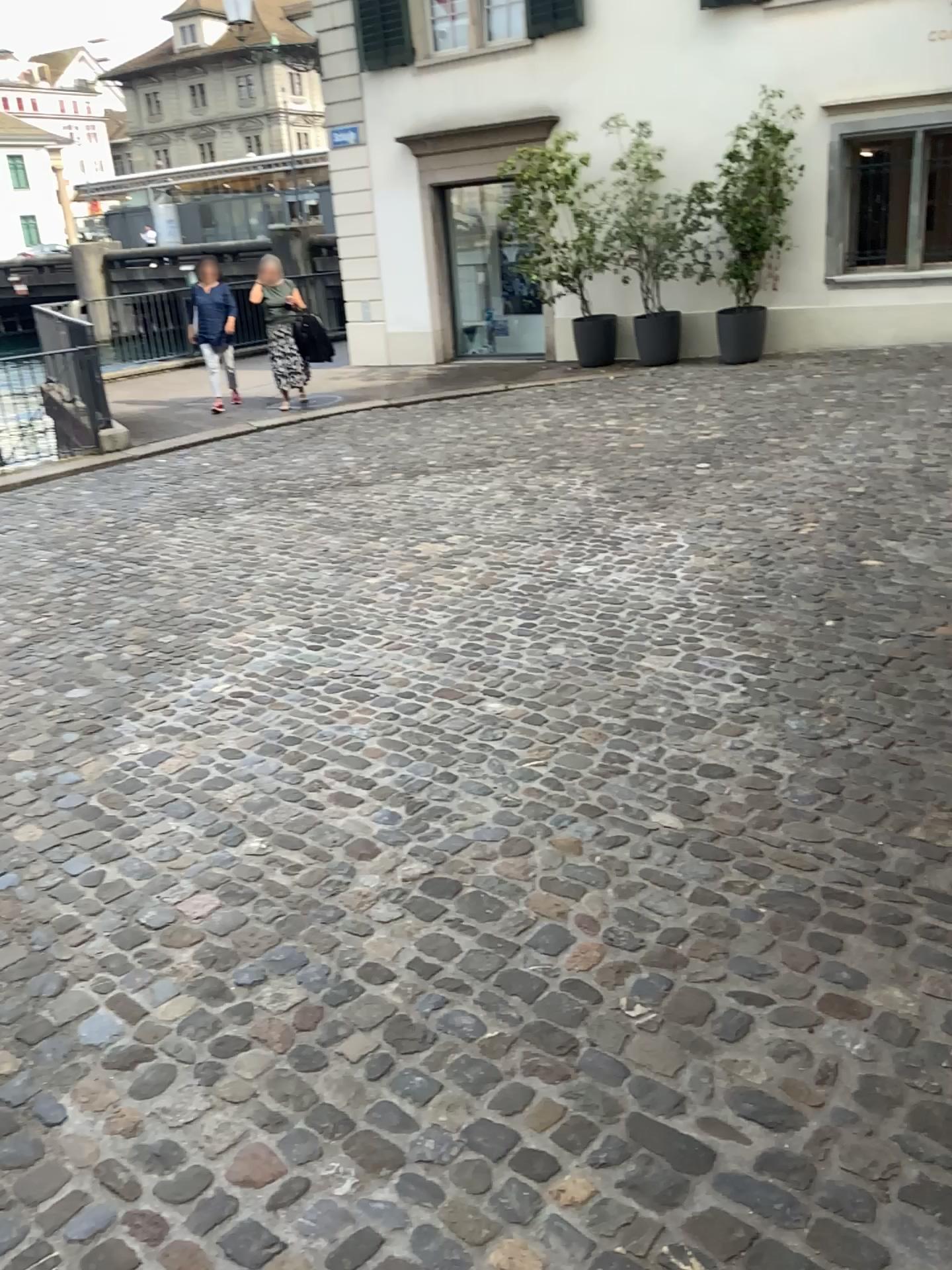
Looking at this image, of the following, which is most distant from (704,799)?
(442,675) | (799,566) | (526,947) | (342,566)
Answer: (342,566)
